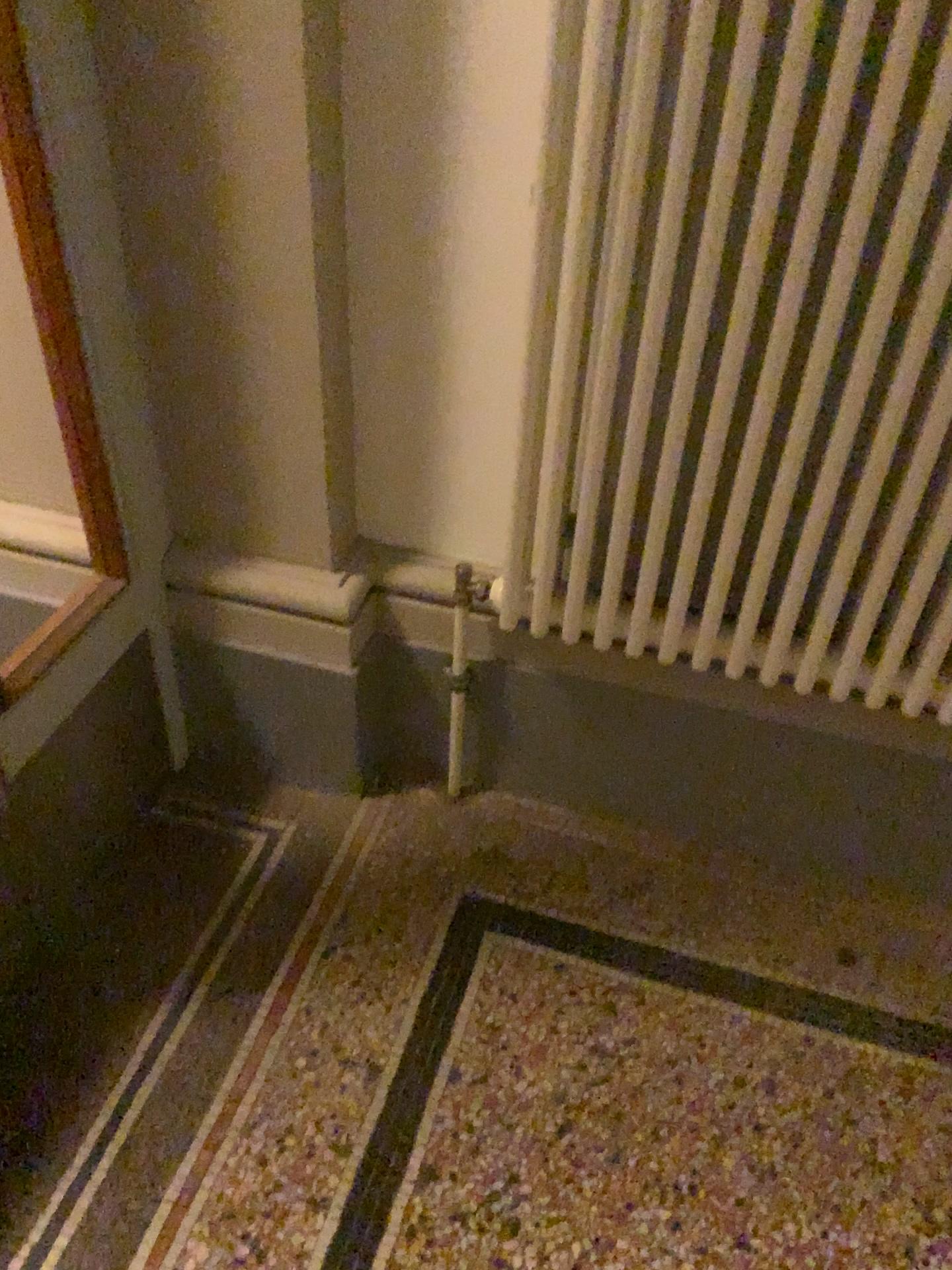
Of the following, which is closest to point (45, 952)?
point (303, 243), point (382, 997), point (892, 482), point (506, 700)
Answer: point (382, 997)

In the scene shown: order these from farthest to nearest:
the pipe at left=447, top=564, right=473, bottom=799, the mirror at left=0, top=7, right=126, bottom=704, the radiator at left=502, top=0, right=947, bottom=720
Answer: the pipe at left=447, top=564, right=473, bottom=799
the mirror at left=0, top=7, right=126, bottom=704
the radiator at left=502, top=0, right=947, bottom=720

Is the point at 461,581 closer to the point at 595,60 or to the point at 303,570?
the point at 303,570

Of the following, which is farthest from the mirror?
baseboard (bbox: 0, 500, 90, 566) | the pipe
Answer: the pipe

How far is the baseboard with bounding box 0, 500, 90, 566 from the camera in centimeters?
165cm

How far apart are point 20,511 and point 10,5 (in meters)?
Result: 0.72

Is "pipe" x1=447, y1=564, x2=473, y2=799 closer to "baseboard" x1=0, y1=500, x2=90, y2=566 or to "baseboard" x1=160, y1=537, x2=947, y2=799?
"baseboard" x1=160, y1=537, x2=947, y2=799

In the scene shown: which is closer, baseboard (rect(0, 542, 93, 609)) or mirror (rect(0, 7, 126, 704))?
mirror (rect(0, 7, 126, 704))

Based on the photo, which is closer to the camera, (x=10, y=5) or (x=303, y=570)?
(x=10, y=5)

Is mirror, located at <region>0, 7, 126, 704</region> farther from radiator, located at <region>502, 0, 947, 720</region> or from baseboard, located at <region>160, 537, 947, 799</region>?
radiator, located at <region>502, 0, 947, 720</region>
